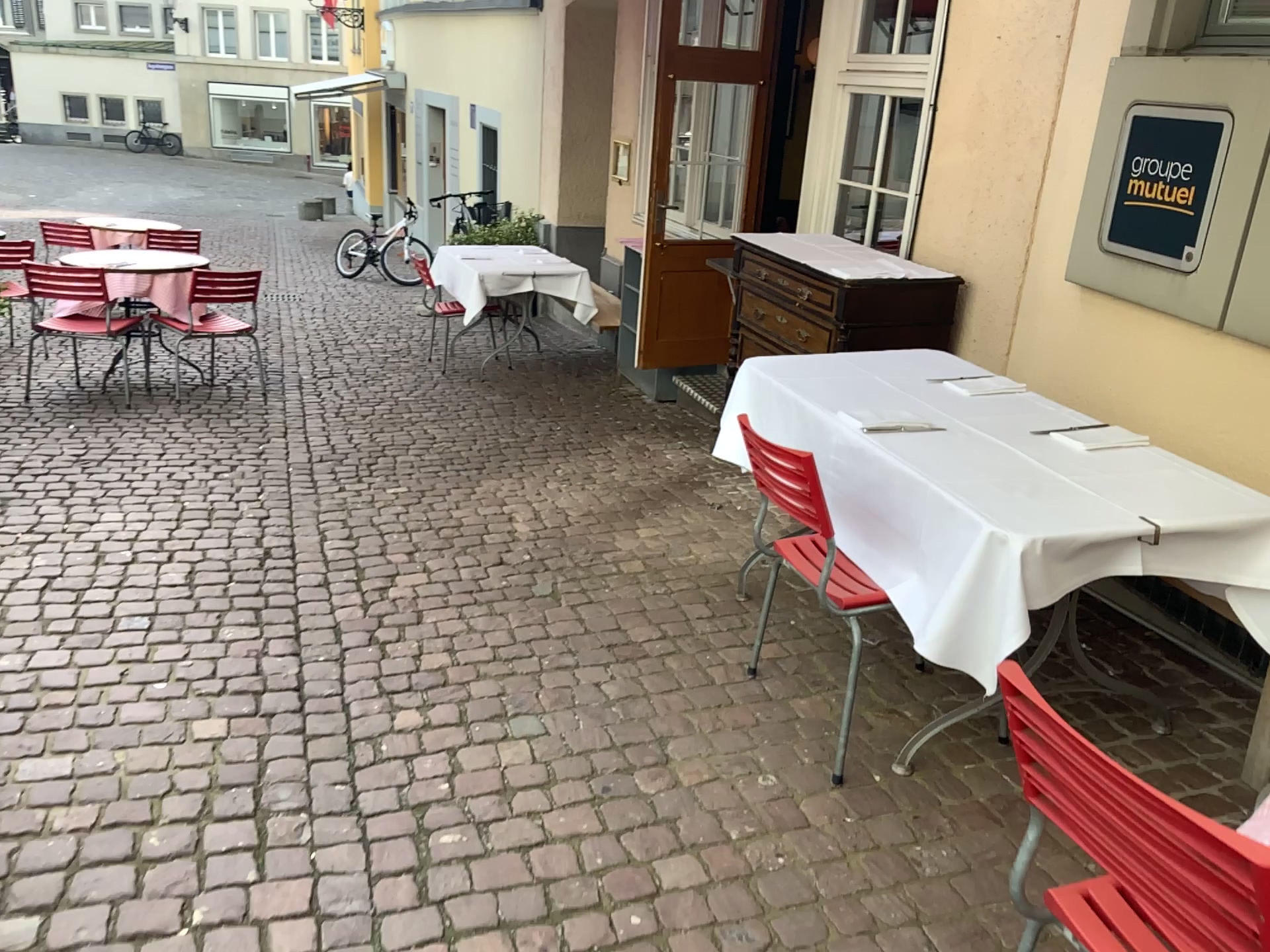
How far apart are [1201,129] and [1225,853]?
2.6m

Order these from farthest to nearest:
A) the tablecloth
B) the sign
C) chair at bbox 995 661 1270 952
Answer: the sign, the tablecloth, chair at bbox 995 661 1270 952

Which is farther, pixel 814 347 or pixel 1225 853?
pixel 814 347

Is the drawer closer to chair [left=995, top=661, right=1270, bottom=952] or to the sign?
the sign

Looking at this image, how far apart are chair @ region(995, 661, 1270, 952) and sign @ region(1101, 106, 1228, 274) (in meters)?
2.14

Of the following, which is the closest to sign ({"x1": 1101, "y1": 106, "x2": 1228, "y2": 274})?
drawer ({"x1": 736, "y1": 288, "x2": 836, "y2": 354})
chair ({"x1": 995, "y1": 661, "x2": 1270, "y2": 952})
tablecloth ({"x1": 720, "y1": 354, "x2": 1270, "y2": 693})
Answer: tablecloth ({"x1": 720, "y1": 354, "x2": 1270, "y2": 693})

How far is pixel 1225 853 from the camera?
1.0 meters

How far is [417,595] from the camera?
3.41m

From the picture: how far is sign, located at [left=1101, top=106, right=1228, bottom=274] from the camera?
2.96m

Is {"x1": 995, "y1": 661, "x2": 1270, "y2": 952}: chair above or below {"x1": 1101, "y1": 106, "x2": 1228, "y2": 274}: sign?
below
